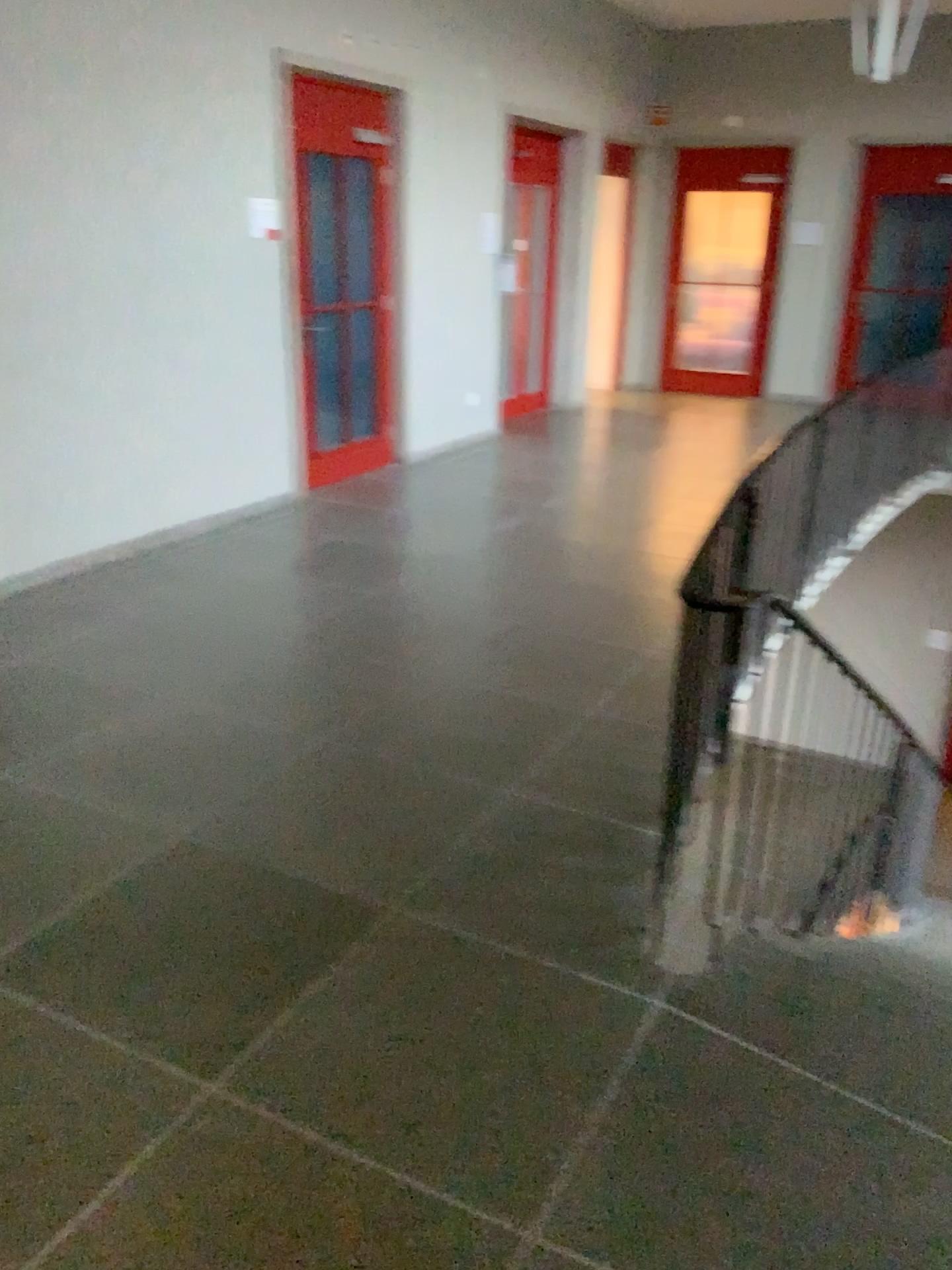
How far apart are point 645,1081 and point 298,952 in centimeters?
85cm
